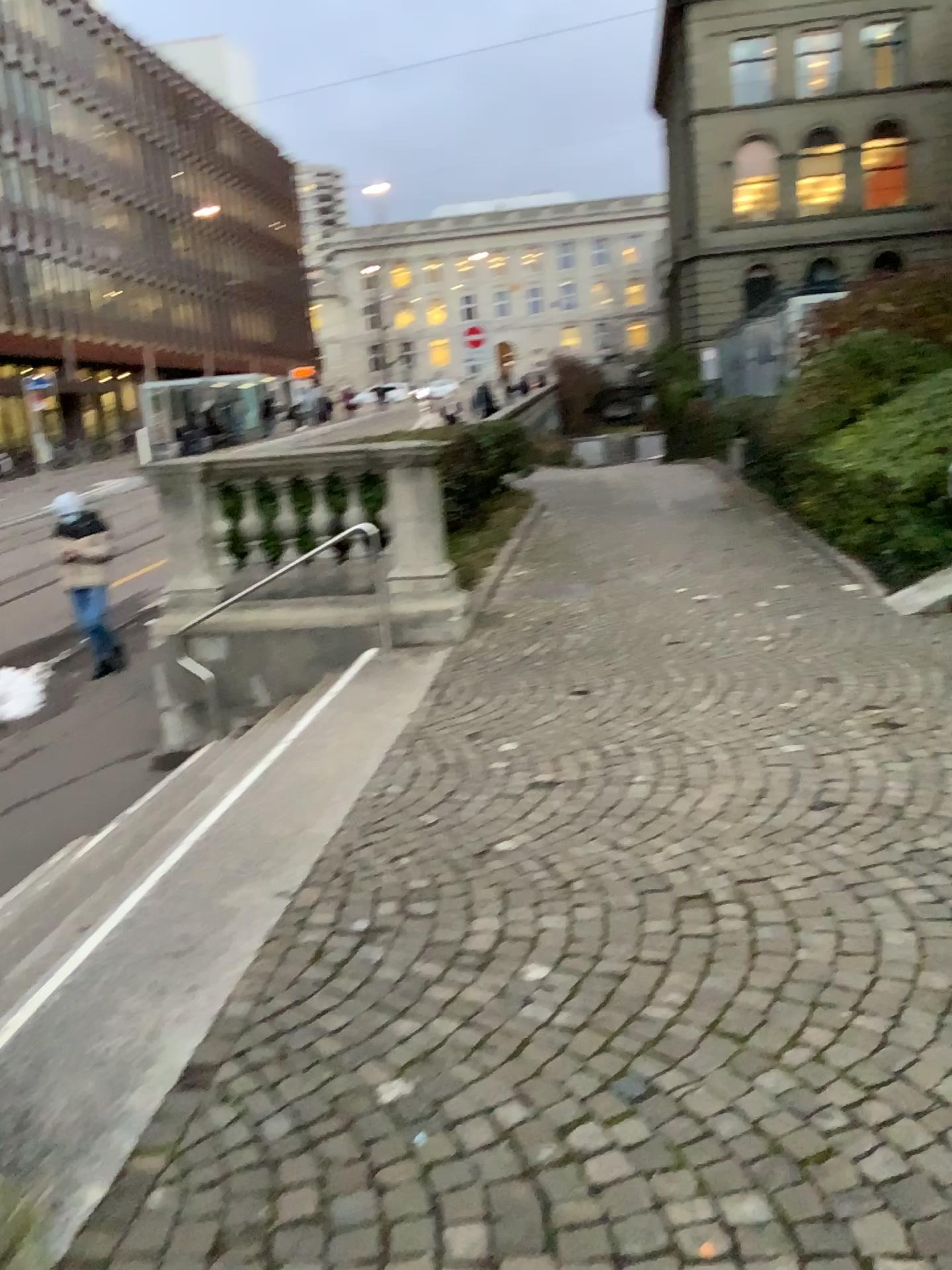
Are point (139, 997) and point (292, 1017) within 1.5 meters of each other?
yes
